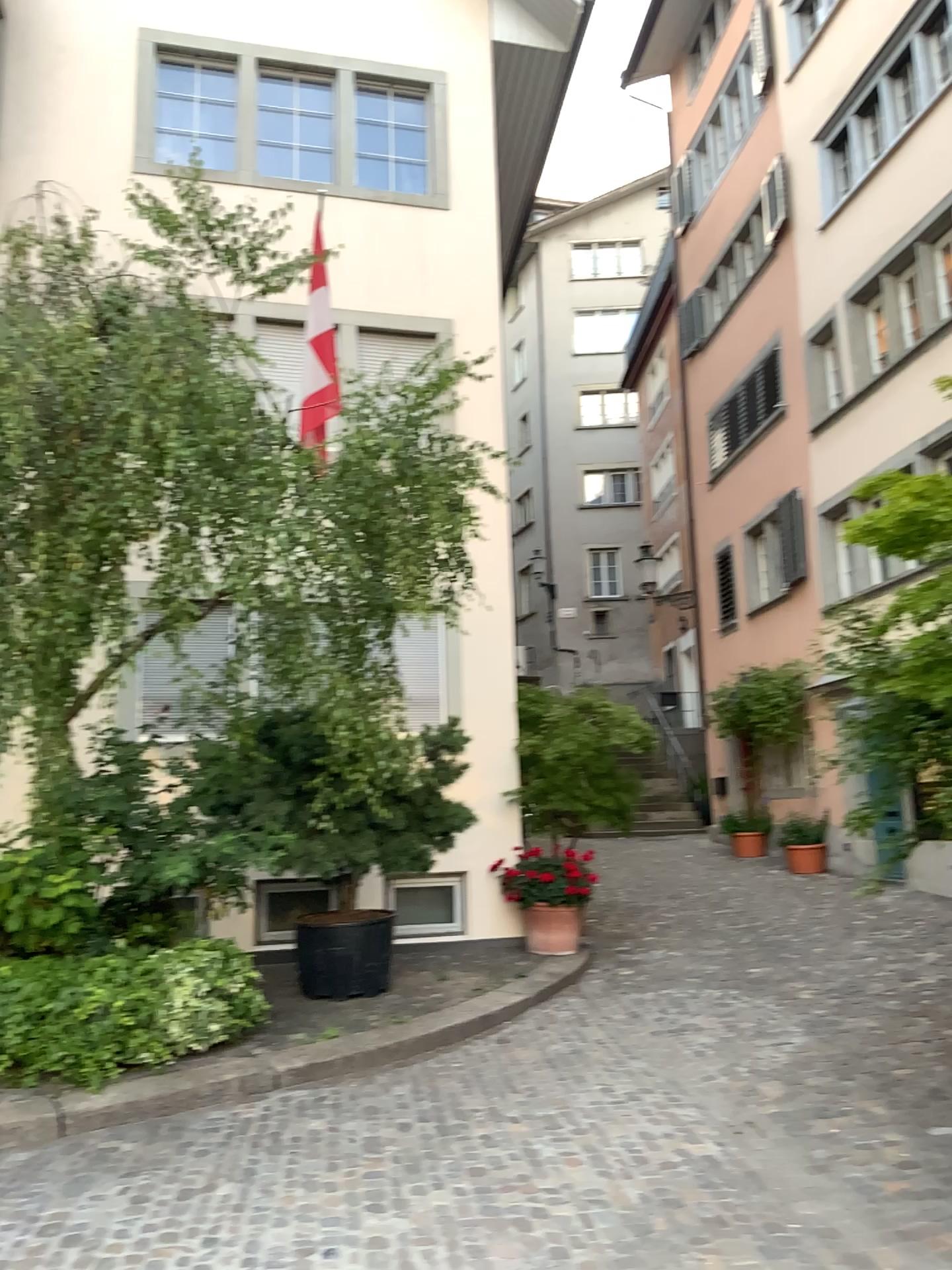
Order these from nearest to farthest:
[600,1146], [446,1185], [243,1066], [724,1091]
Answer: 1. [446,1185]
2. [600,1146]
3. [724,1091]
4. [243,1066]
